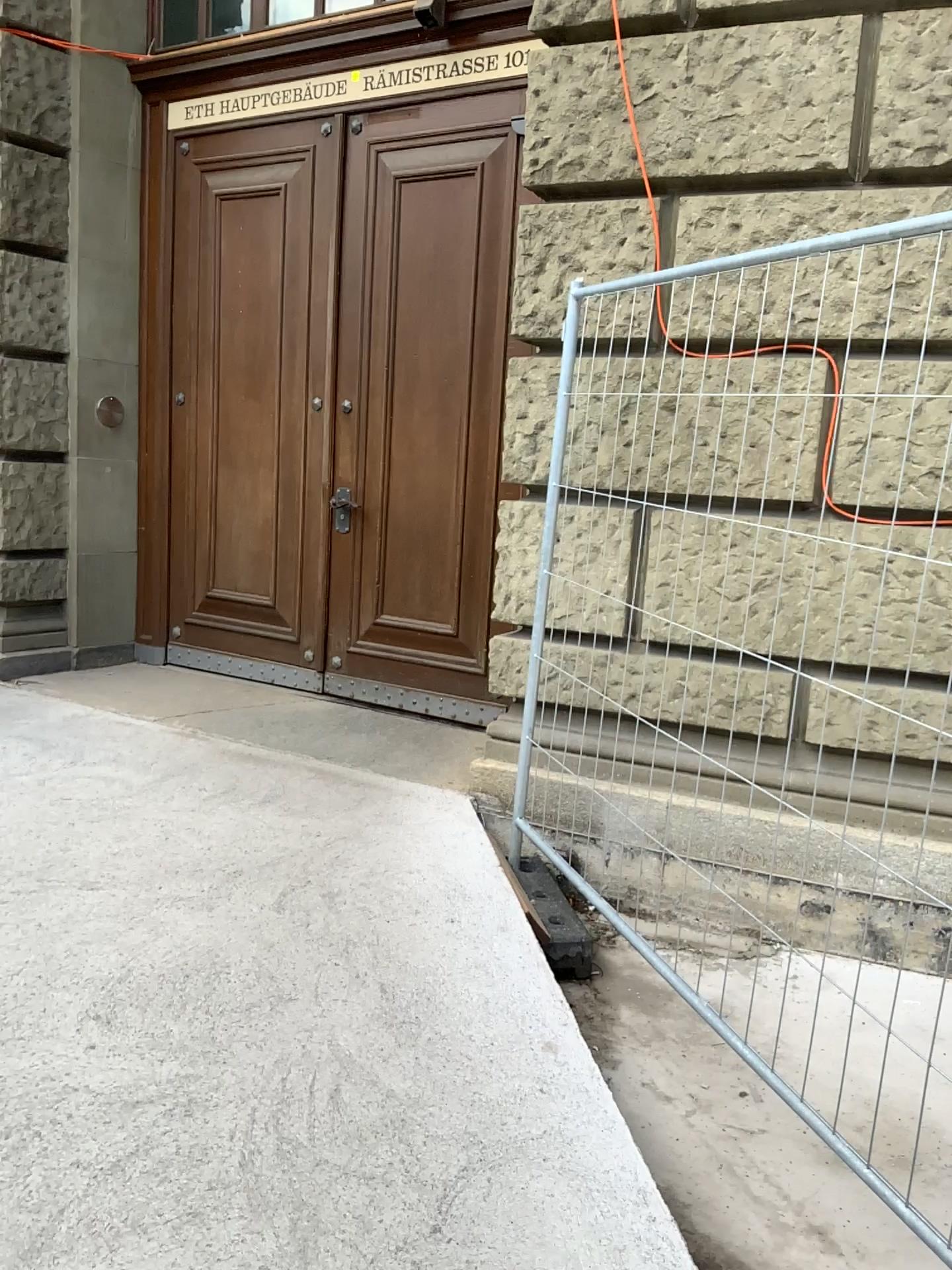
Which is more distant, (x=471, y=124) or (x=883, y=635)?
(x=471, y=124)

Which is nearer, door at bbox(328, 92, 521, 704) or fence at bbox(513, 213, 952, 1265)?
fence at bbox(513, 213, 952, 1265)

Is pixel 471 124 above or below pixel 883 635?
above

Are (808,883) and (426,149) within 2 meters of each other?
no
